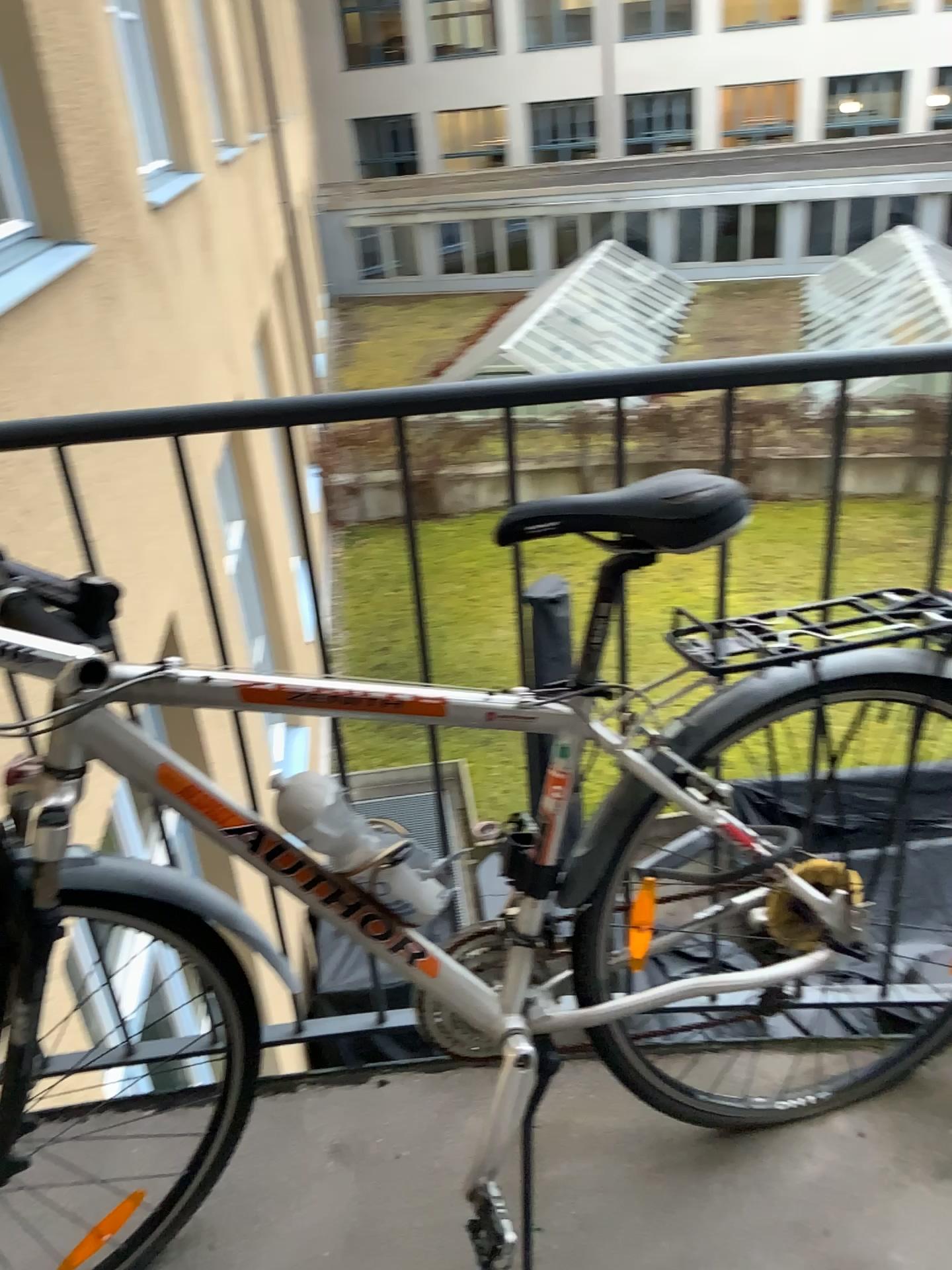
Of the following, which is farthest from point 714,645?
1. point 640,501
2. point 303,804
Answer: point 303,804

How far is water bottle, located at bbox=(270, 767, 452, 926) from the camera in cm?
115

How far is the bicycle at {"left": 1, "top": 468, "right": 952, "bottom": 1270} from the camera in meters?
1.1

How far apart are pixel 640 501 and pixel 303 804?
0.5m

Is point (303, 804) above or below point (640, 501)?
below

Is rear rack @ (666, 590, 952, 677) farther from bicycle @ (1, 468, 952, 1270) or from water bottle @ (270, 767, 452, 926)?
water bottle @ (270, 767, 452, 926)

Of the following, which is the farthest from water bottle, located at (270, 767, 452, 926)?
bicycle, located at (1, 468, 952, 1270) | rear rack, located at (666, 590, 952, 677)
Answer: rear rack, located at (666, 590, 952, 677)

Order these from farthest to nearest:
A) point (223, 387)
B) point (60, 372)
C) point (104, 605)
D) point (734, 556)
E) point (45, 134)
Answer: point (223, 387) < point (45, 134) < point (60, 372) < point (734, 556) < point (104, 605)
